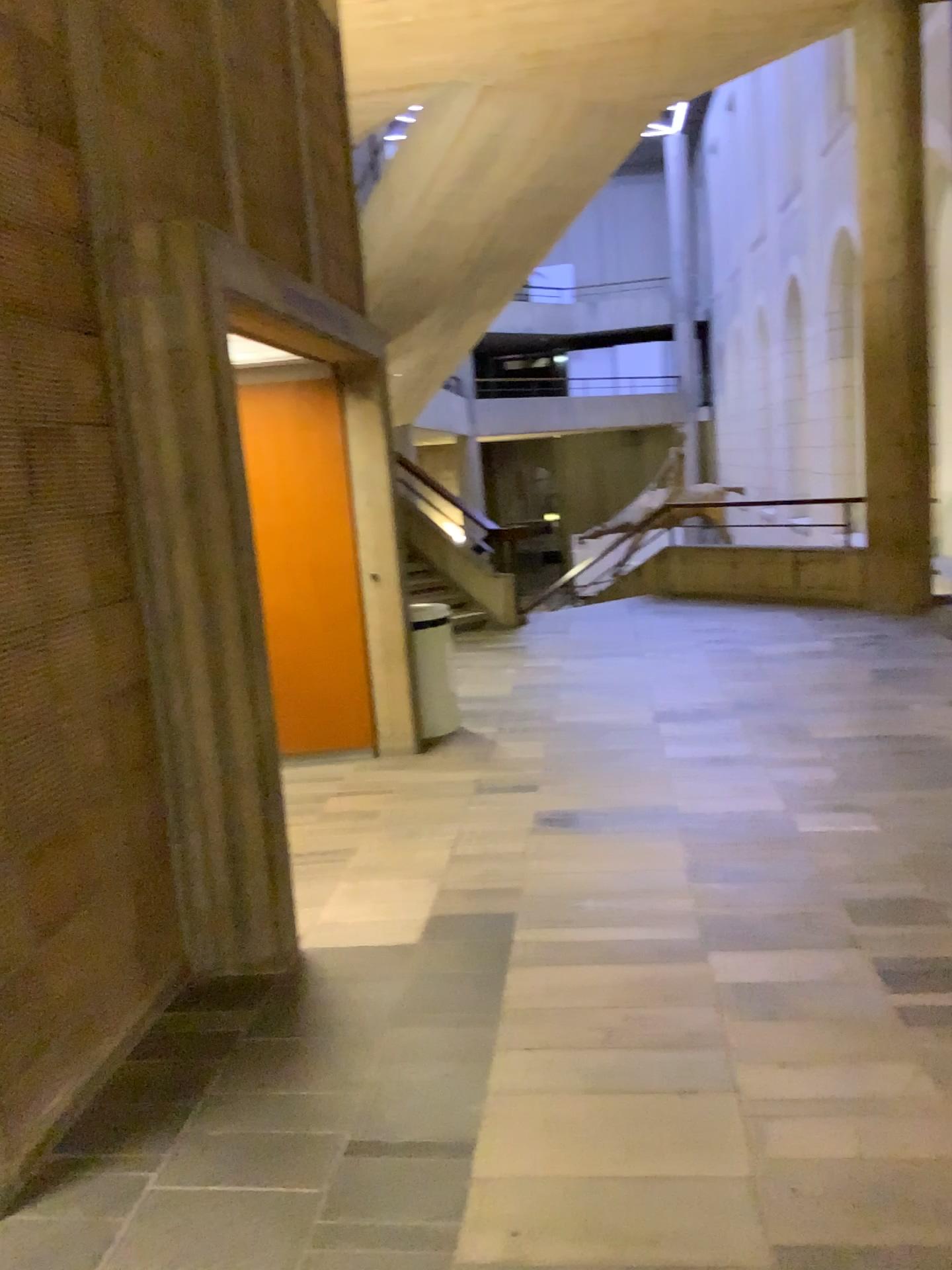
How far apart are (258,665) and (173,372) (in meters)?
0.90
